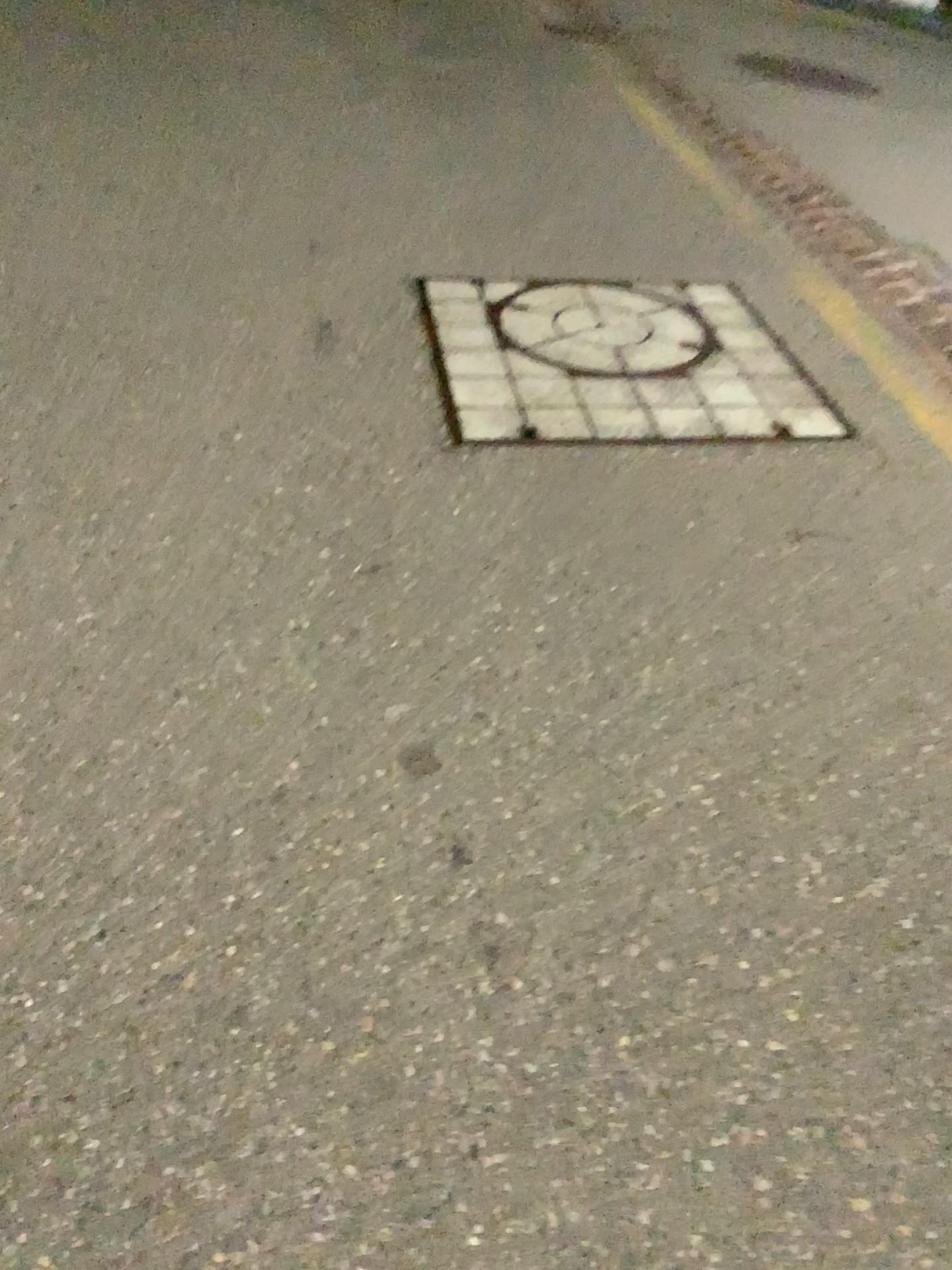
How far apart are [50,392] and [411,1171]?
2.2m
